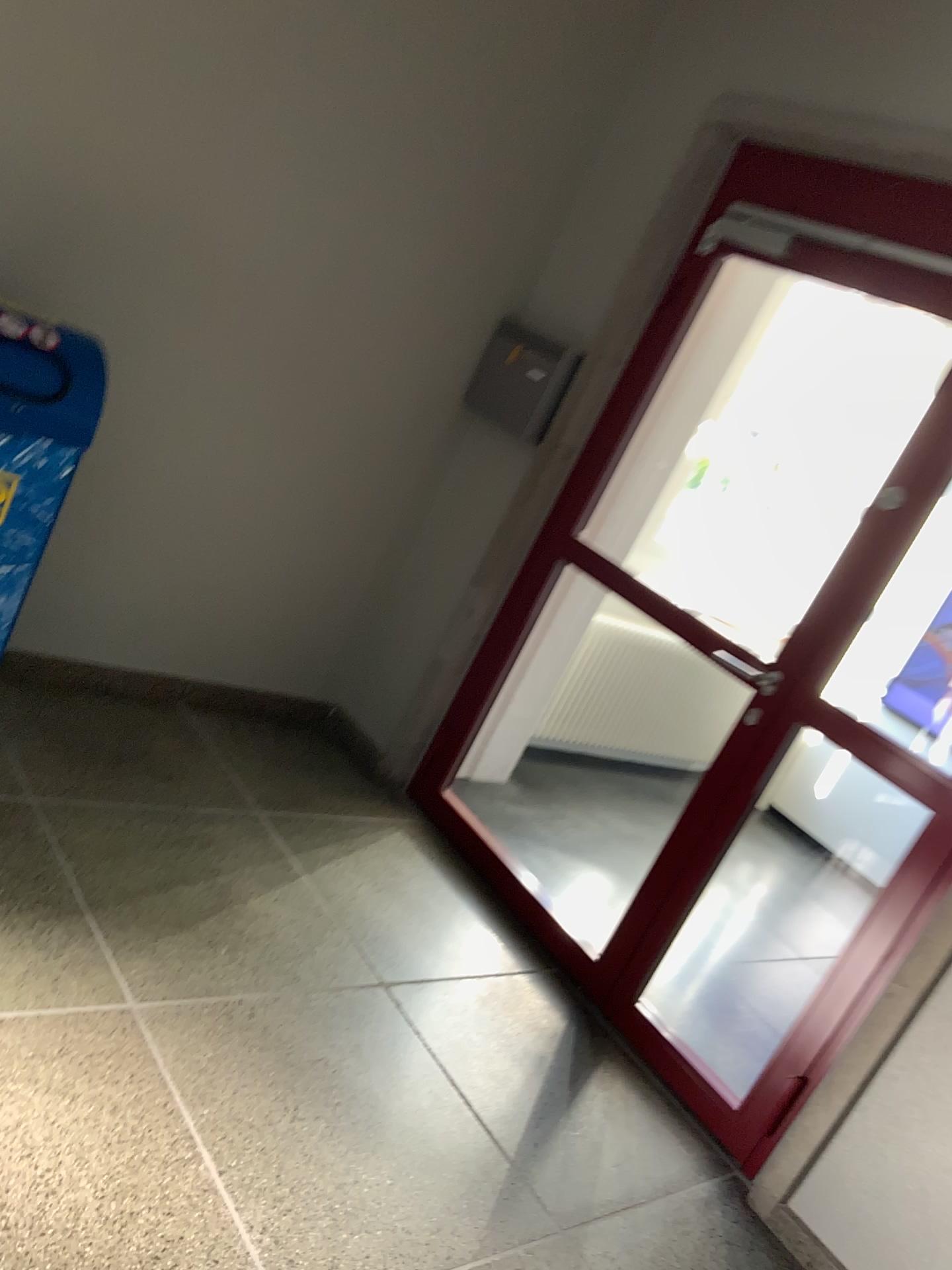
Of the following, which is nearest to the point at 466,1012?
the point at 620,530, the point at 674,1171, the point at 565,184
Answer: the point at 674,1171

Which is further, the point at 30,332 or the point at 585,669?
the point at 585,669

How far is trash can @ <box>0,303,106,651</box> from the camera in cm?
239

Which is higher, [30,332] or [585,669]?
[30,332]

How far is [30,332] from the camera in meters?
2.4

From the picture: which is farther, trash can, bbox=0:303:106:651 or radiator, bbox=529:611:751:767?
radiator, bbox=529:611:751:767
